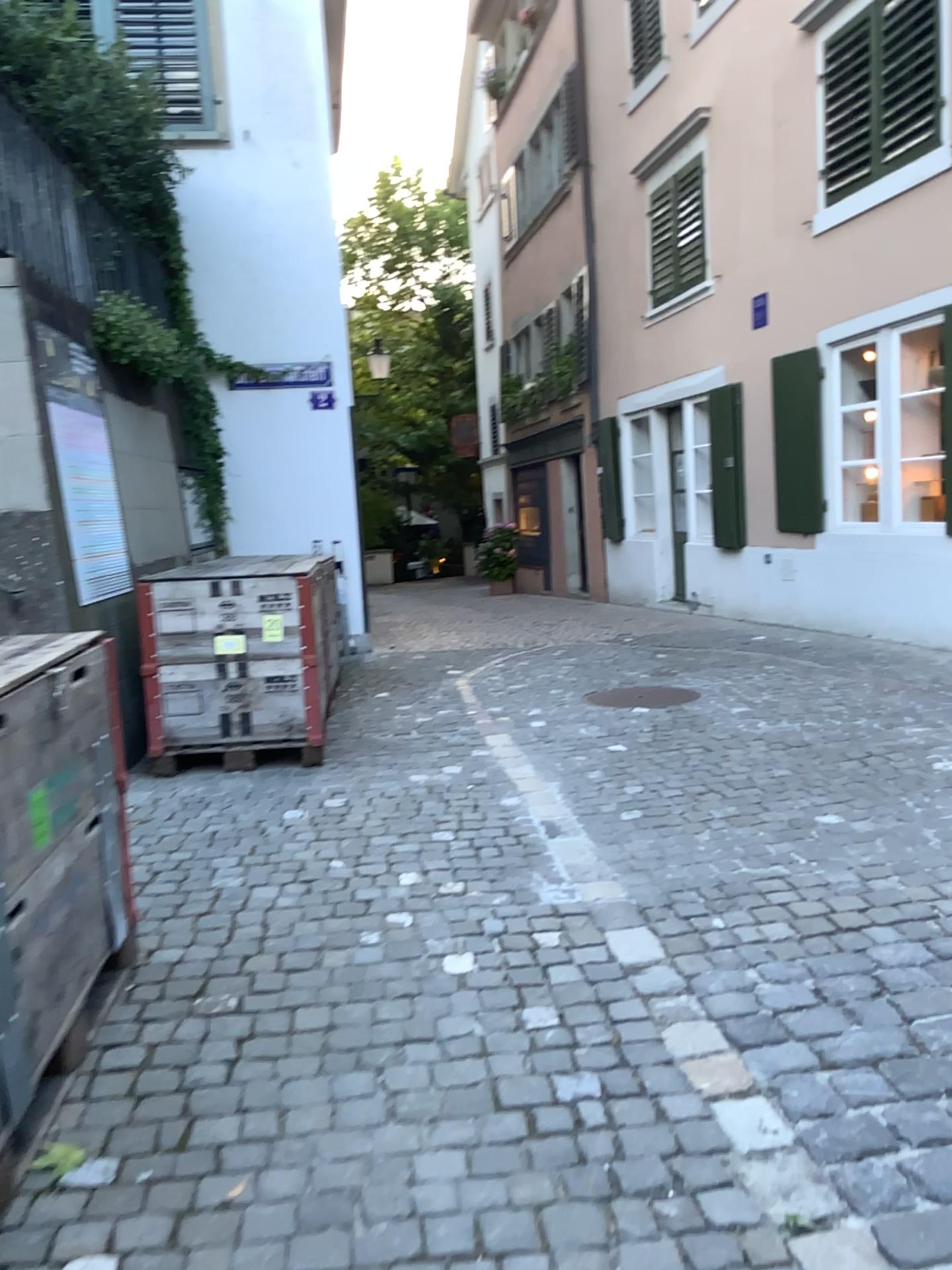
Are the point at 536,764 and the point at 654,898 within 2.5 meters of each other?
yes
